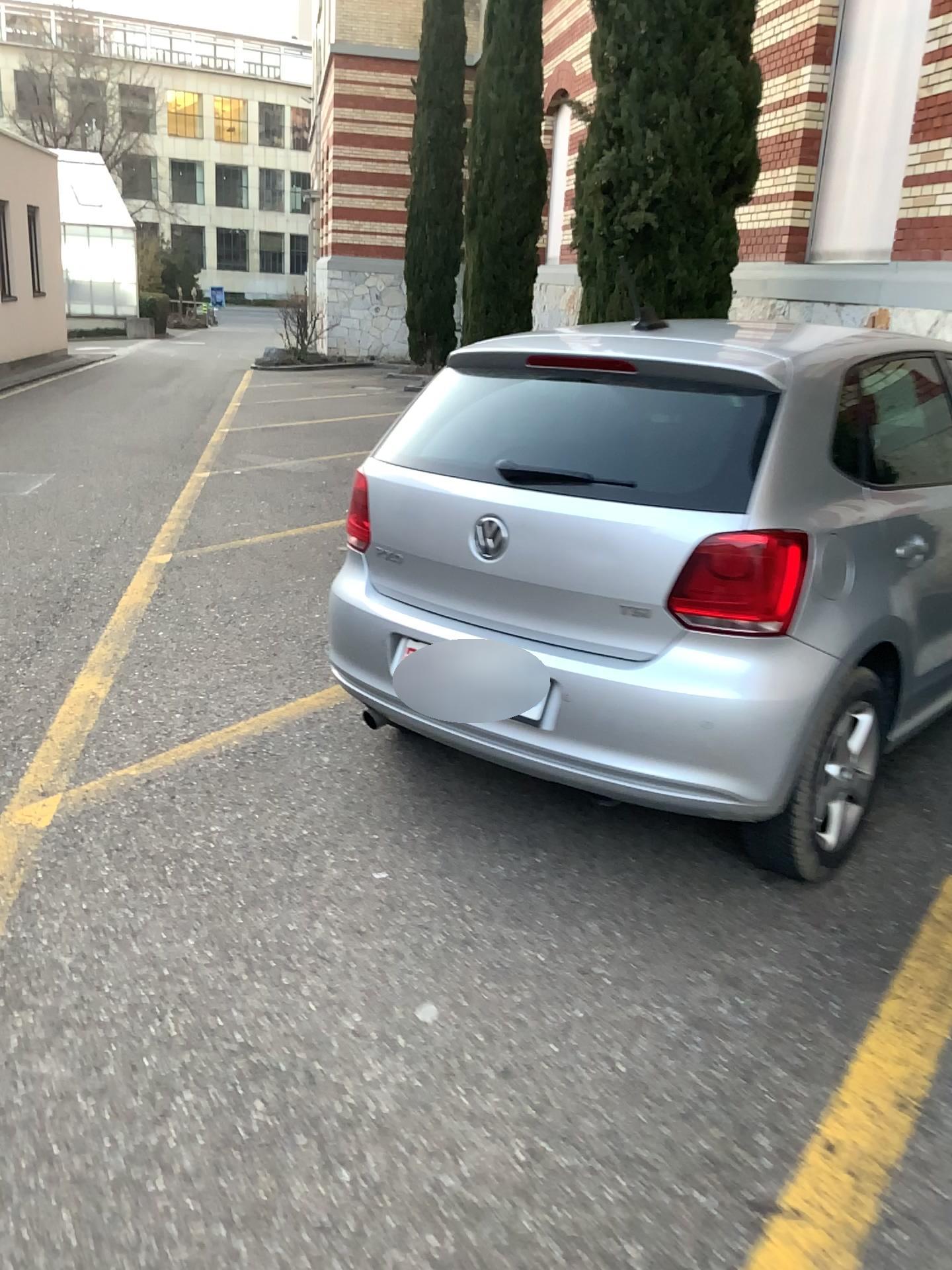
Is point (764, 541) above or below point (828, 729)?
above

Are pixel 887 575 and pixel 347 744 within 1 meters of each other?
no

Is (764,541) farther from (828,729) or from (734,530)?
(828,729)

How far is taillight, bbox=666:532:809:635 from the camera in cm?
239

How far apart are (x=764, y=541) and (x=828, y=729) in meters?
0.5 m

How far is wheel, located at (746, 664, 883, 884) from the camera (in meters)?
2.50
